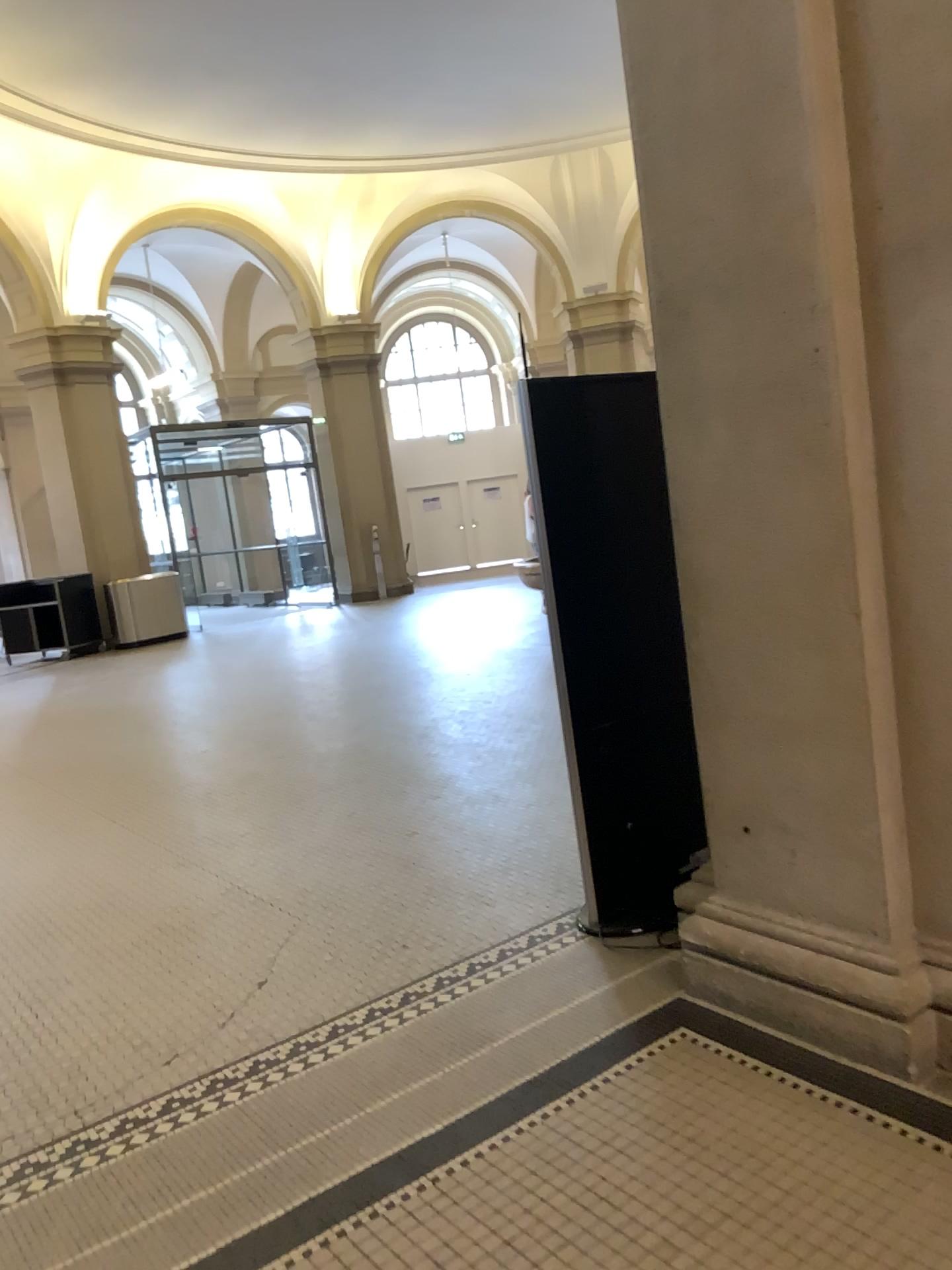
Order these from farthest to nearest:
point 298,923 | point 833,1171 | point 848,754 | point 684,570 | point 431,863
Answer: point 431,863
point 298,923
point 684,570
point 848,754
point 833,1171
